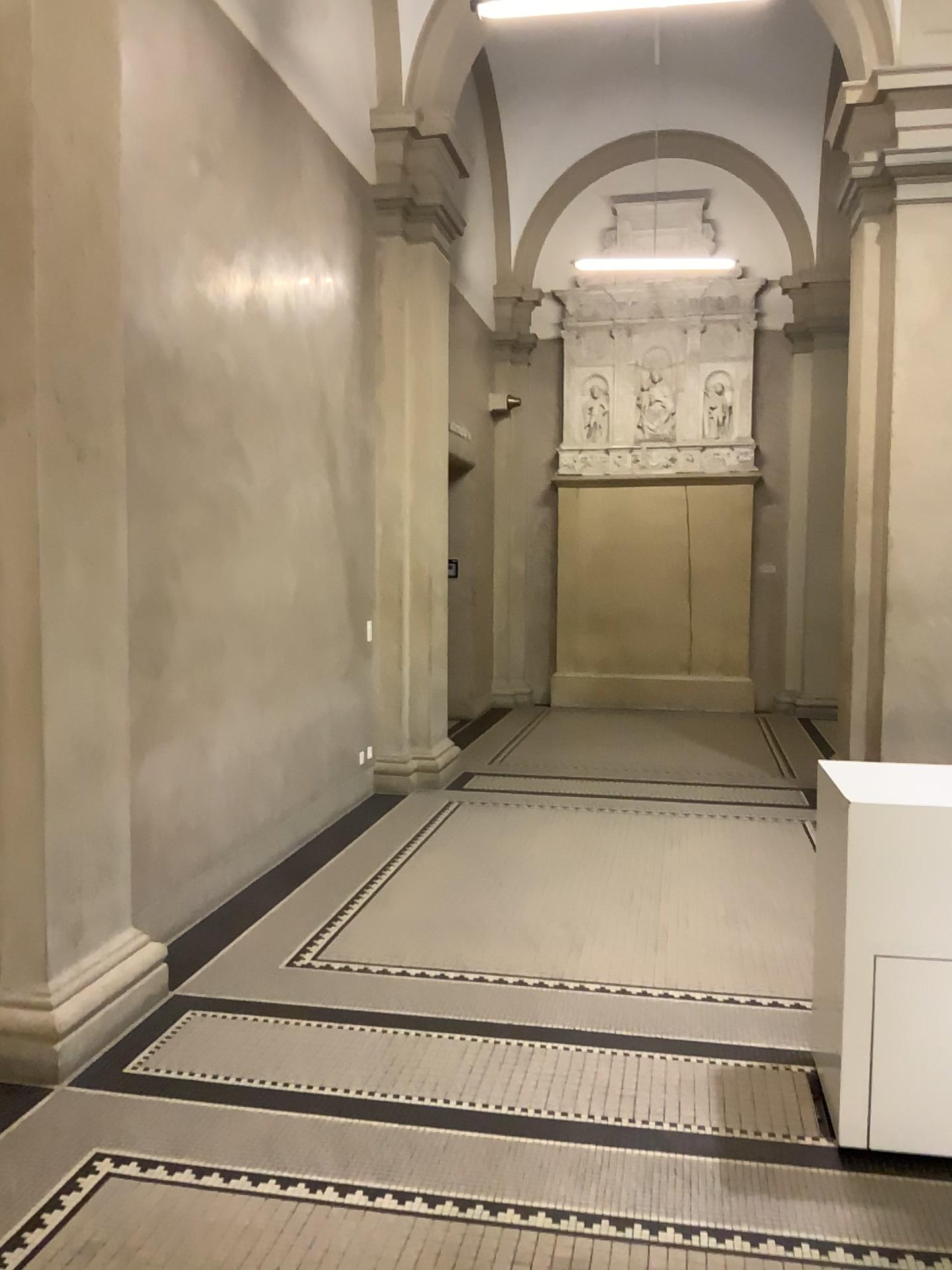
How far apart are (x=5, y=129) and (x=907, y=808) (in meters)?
3.34

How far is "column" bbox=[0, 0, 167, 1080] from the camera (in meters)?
3.31

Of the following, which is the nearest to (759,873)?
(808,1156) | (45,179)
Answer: (808,1156)

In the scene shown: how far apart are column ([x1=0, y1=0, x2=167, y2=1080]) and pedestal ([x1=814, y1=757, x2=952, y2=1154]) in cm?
235

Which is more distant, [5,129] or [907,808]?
[5,129]

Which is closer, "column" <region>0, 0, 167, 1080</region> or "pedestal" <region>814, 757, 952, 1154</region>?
"pedestal" <region>814, 757, 952, 1154</region>

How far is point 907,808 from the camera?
2.8 meters

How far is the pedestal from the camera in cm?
278
